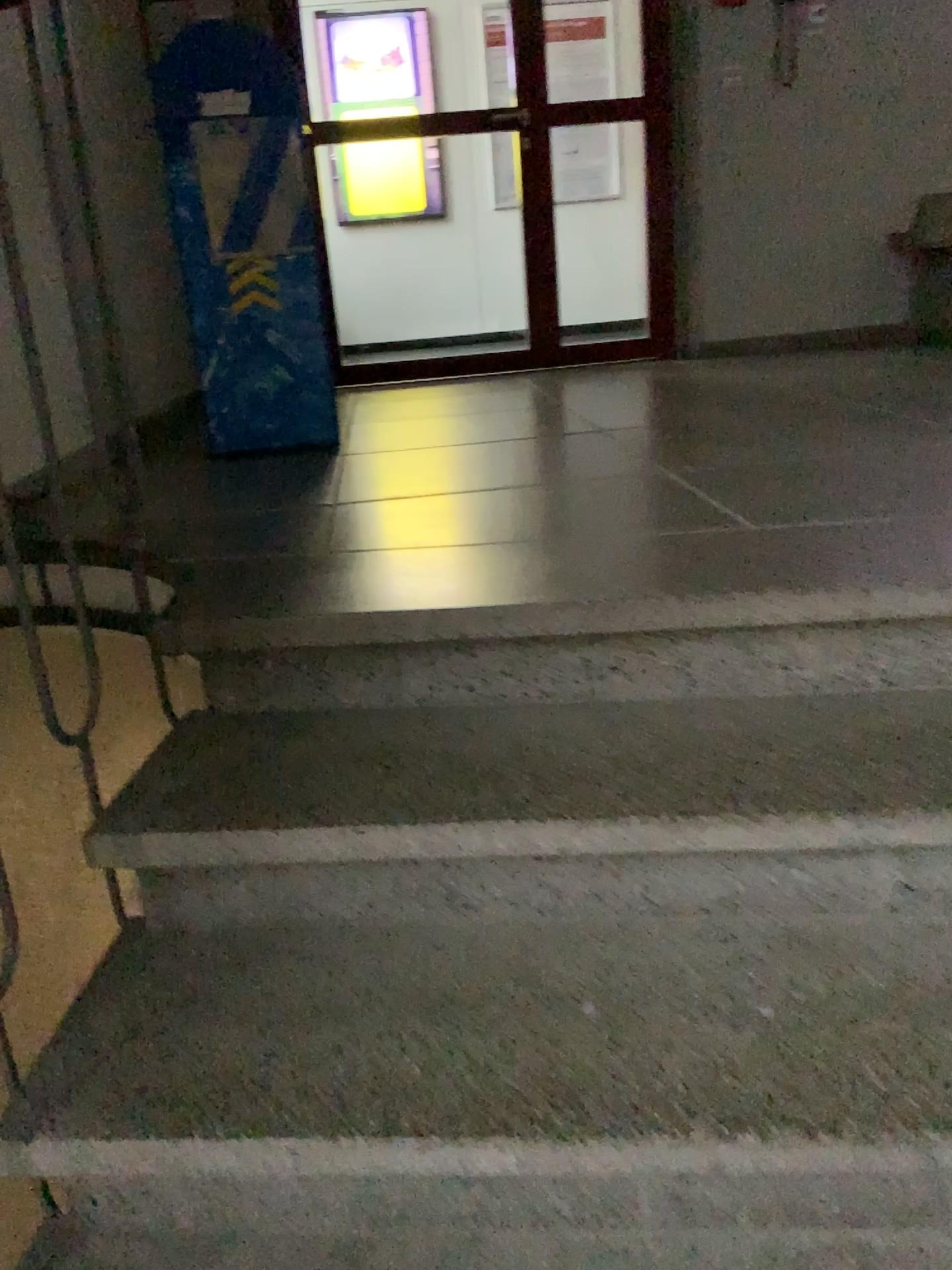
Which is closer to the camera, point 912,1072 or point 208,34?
point 912,1072

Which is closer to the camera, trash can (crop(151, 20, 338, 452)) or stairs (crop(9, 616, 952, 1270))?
stairs (crop(9, 616, 952, 1270))

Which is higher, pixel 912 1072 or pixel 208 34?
pixel 208 34

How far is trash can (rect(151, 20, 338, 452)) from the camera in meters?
2.7 m

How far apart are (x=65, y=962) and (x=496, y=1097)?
0.6 meters

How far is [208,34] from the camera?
2.7 meters
